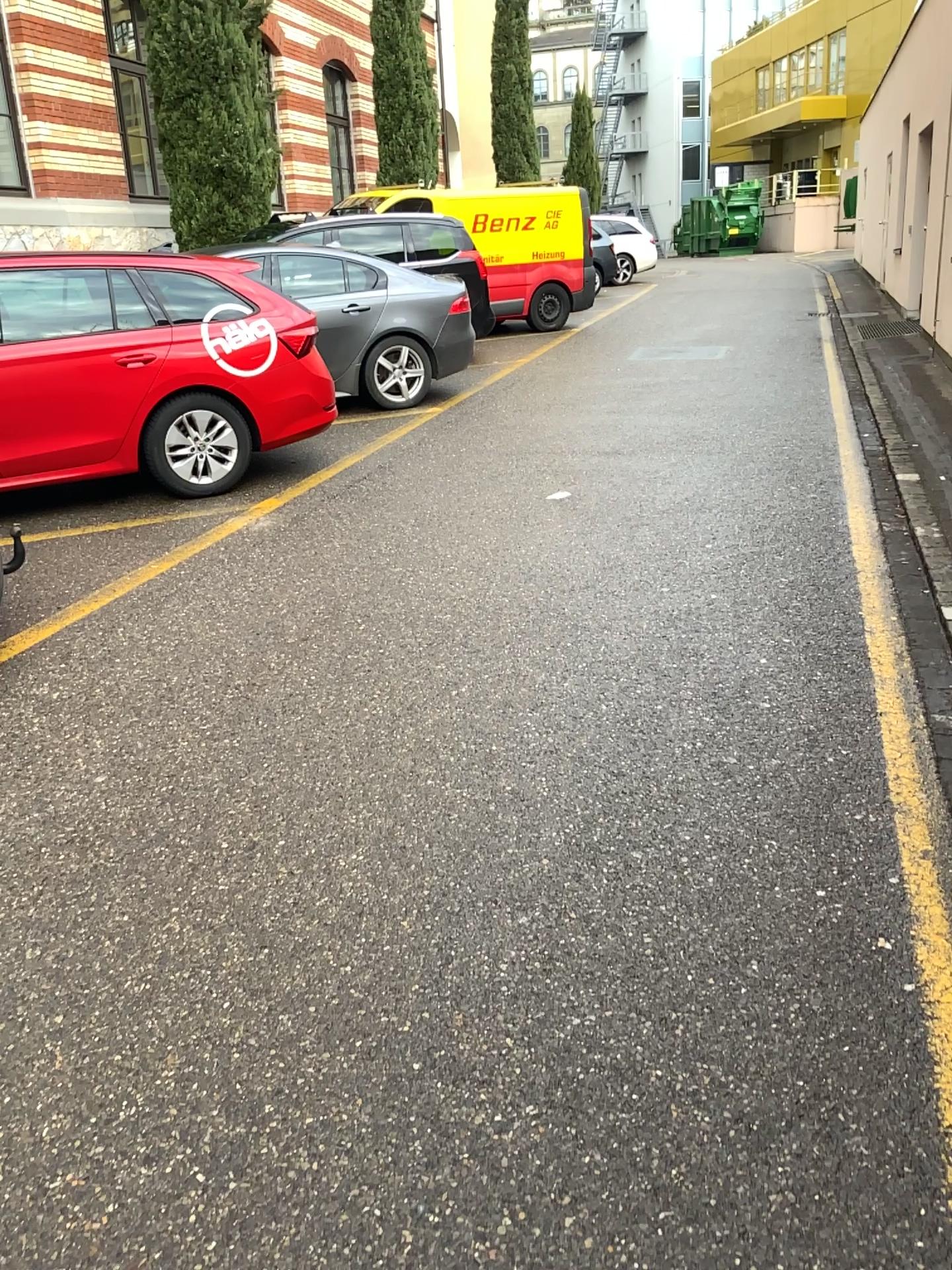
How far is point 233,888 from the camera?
2.59m
